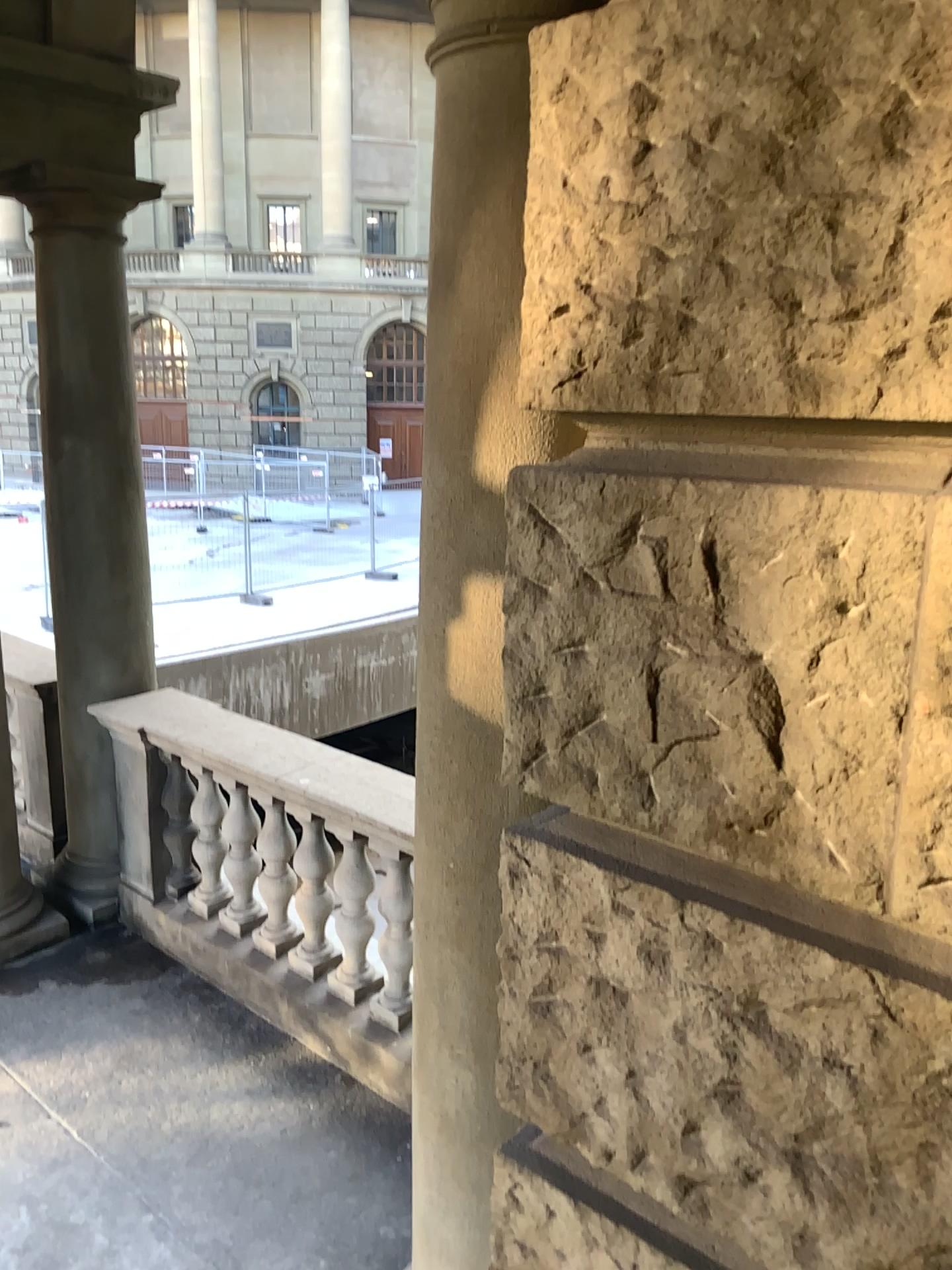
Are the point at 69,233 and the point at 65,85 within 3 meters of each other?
yes

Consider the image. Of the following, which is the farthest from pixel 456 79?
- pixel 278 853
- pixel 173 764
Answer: pixel 173 764

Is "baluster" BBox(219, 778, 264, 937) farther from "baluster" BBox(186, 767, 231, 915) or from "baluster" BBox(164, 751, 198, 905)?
"baluster" BBox(164, 751, 198, 905)

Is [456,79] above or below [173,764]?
above

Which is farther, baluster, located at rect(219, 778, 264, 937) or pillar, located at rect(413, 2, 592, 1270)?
baluster, located at rect(219, 778, 264, 937)

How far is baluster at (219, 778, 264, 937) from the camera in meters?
4.0

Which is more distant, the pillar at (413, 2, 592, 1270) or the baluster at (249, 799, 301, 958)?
the baluster at (249, 799, 301, 958)

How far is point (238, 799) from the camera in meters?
4.0

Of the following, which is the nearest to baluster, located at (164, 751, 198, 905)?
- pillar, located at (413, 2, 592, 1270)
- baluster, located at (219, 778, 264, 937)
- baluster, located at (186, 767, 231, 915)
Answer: Answer: baluster, located at (186, 767, 231, 915)

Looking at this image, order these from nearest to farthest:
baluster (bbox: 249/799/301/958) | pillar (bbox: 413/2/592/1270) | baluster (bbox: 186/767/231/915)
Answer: pillar (bbox: 413/2/592/1270), baluster (bbox: 249/799/301/958), baluster (bbox: 186/767/231/915)
